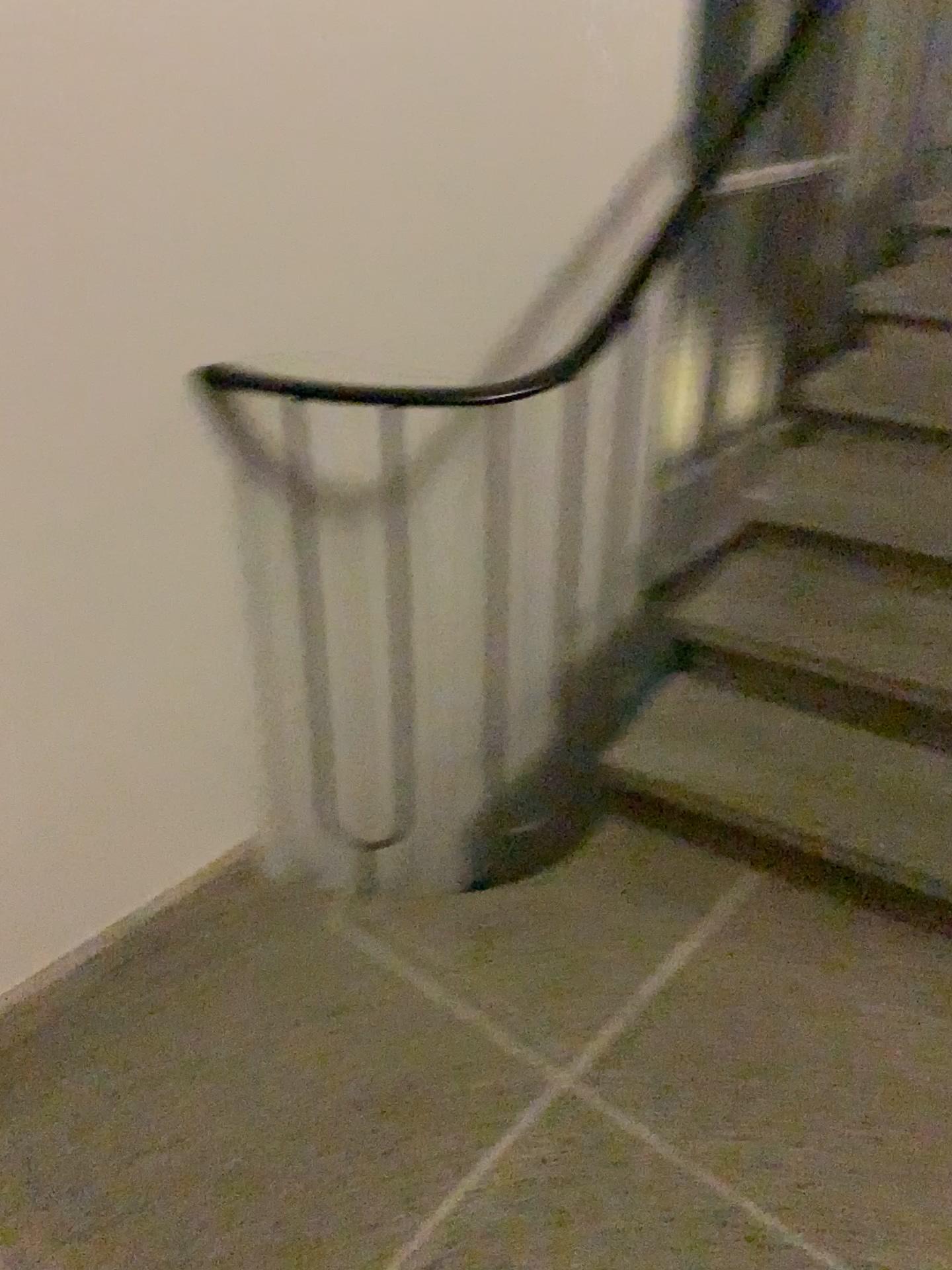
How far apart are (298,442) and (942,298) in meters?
1.9

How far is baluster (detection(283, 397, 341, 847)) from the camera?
1.72m

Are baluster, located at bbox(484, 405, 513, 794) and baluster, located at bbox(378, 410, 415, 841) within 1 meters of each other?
yes

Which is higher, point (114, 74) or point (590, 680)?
point (114, 74)

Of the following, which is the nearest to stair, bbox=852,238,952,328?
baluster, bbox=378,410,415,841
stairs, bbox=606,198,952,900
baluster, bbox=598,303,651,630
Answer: stairs, bbox=606,198,952,900

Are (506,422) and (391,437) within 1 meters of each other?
yes

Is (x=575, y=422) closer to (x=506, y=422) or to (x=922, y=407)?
(x=506, y=422)

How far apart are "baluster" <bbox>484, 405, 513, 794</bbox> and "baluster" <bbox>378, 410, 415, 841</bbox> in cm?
26

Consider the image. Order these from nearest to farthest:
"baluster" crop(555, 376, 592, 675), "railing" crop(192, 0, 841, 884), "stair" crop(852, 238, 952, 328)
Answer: "railing" crop(192, 0, 841, 884) < "baluster" crop(555, 376, 592, 675) < "stair" crop(852, 238, 952, 328)

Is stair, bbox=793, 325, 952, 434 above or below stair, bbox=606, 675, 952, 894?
above
